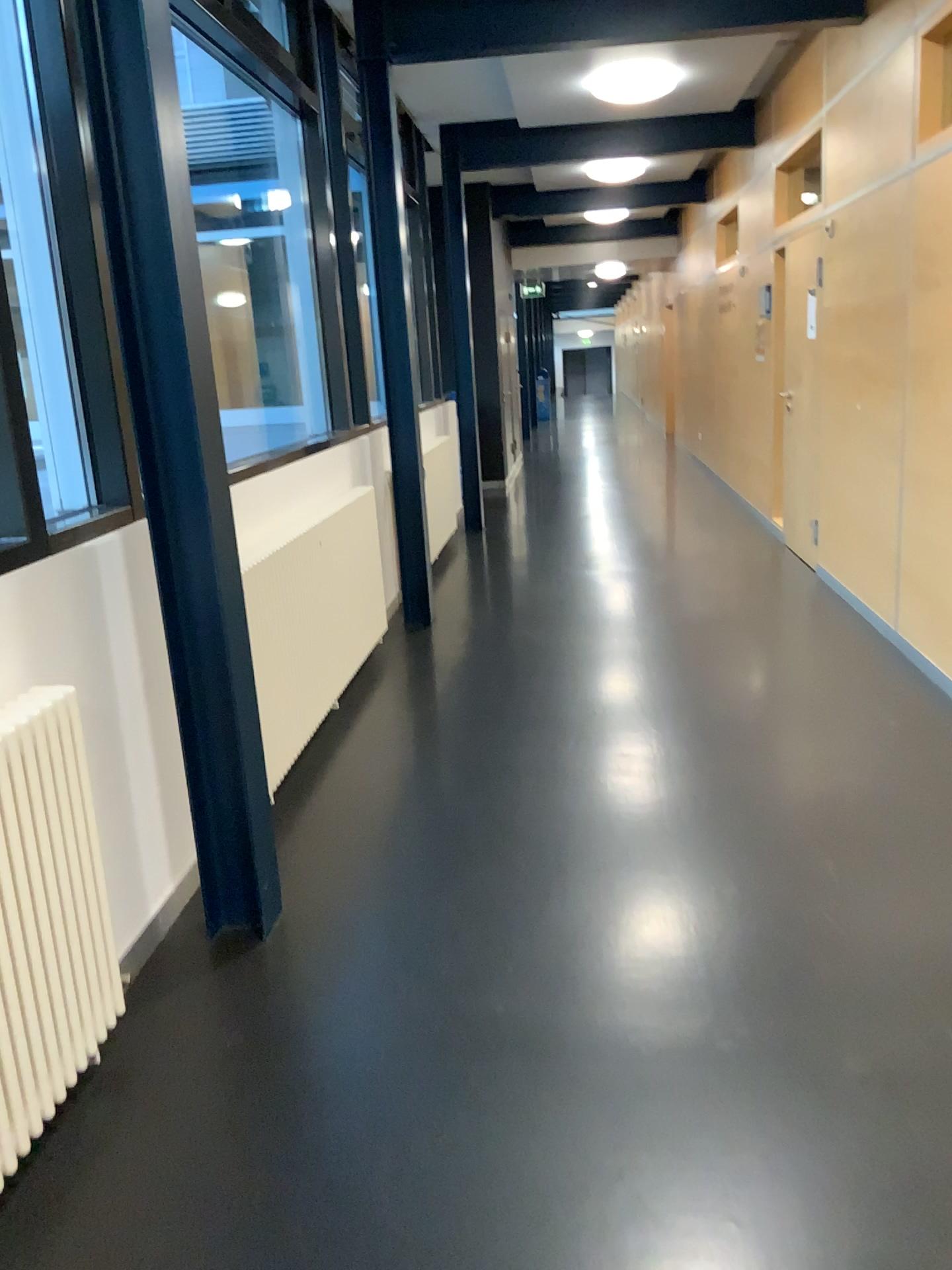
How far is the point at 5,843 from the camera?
1.8m

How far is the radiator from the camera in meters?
1.8

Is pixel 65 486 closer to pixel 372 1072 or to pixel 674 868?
pixel 372 1072
